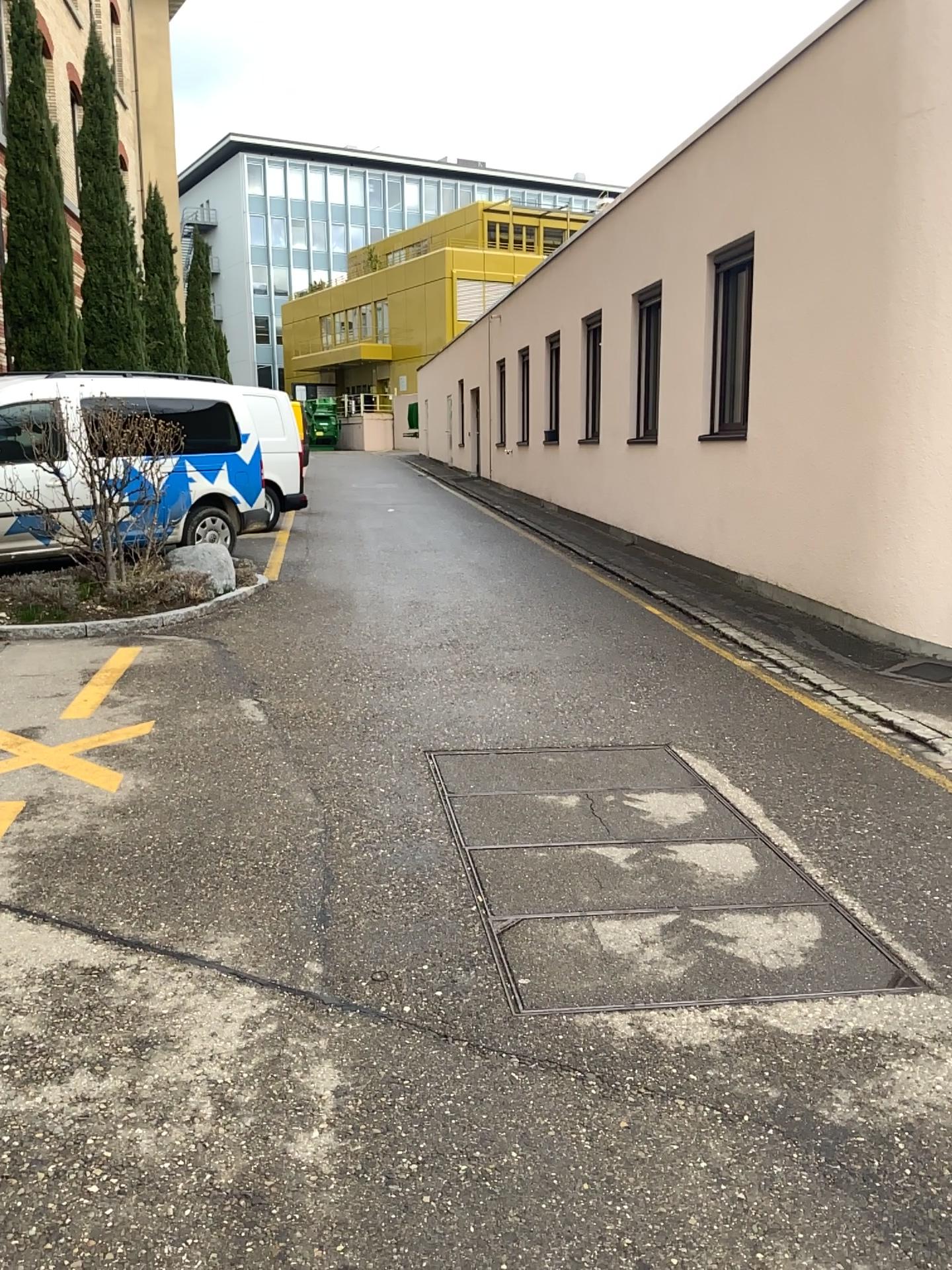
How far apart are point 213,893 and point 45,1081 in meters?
1.0 m
